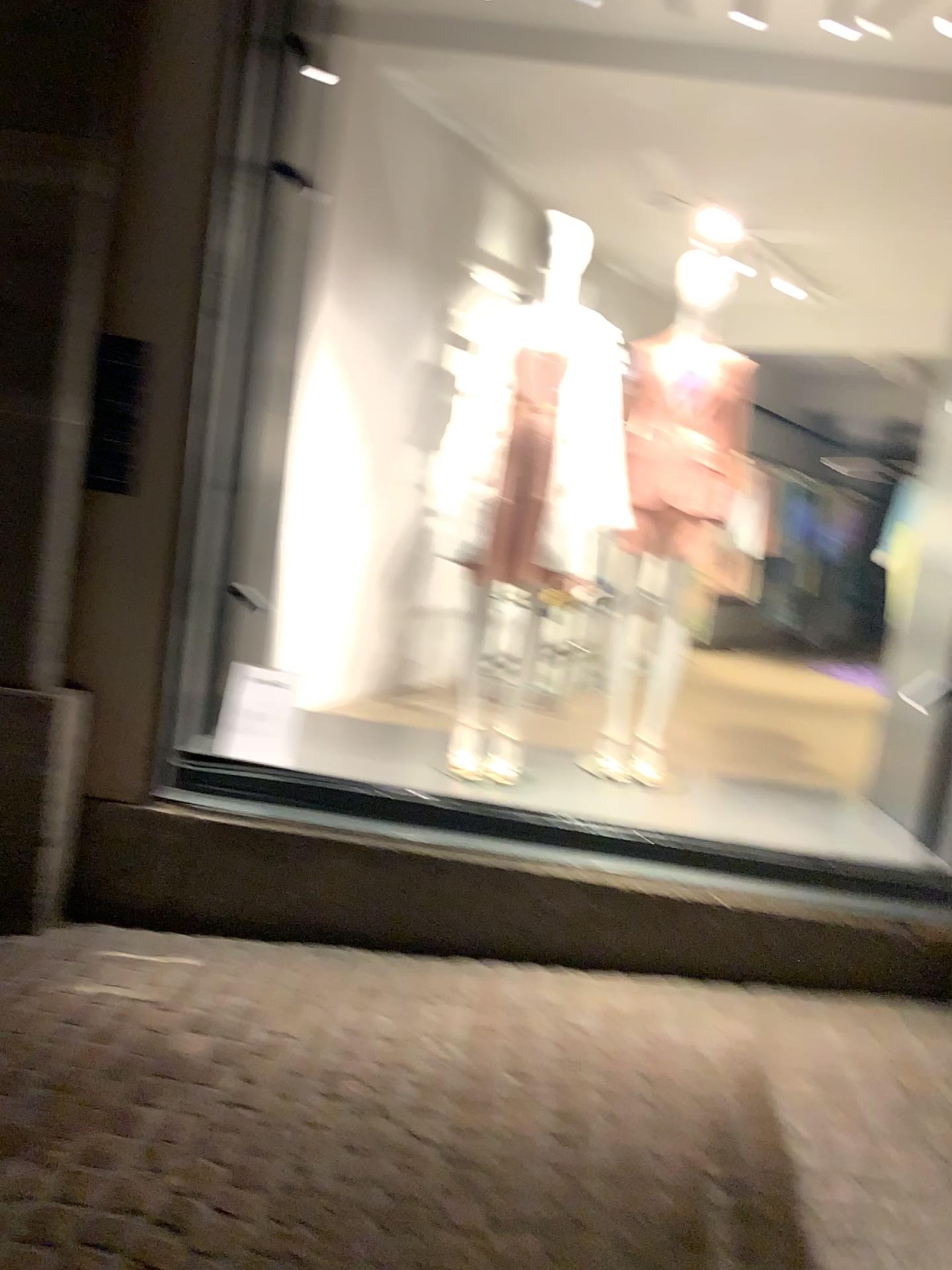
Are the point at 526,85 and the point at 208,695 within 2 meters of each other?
no
